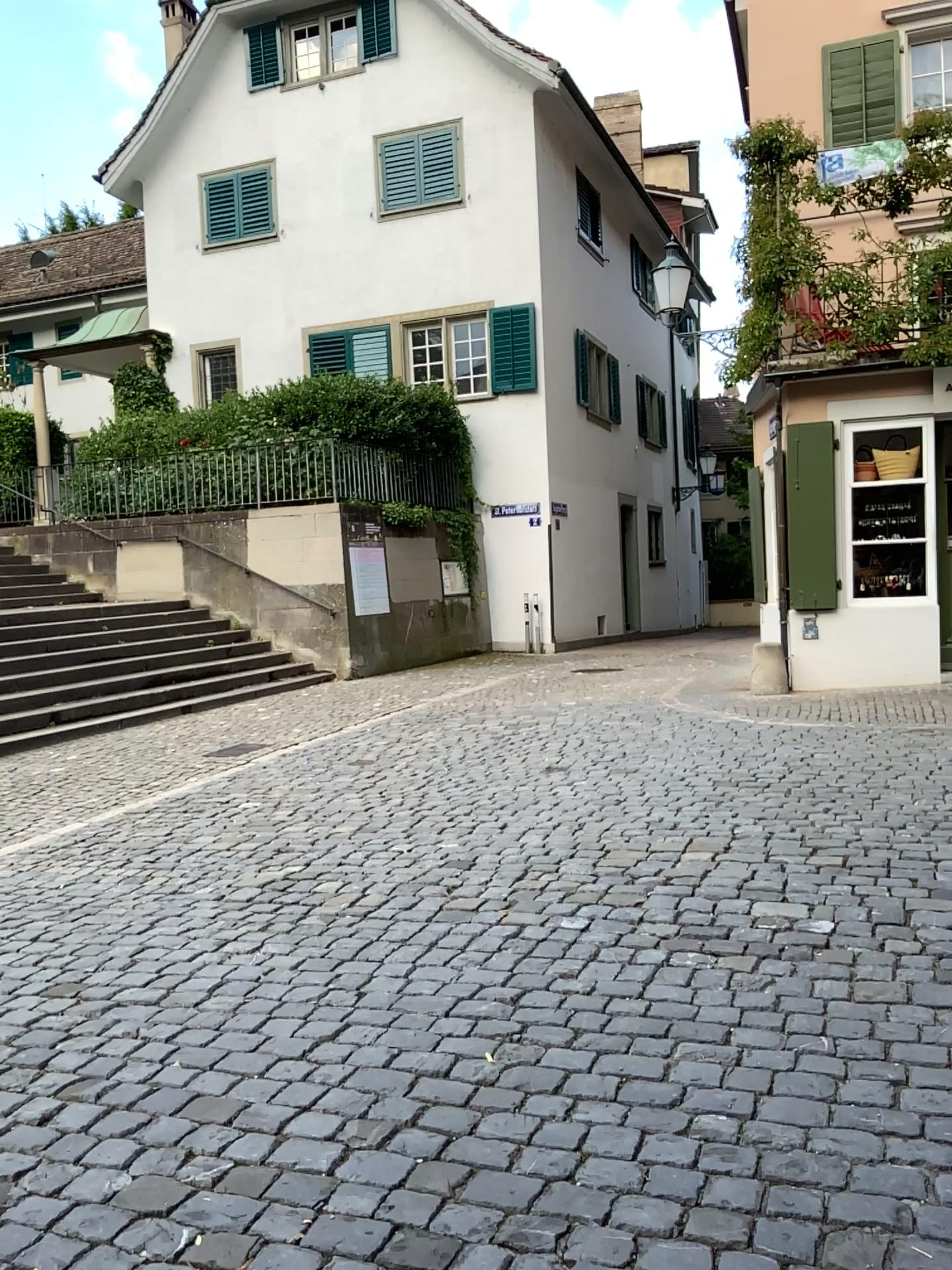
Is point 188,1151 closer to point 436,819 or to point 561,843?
point 561,843
